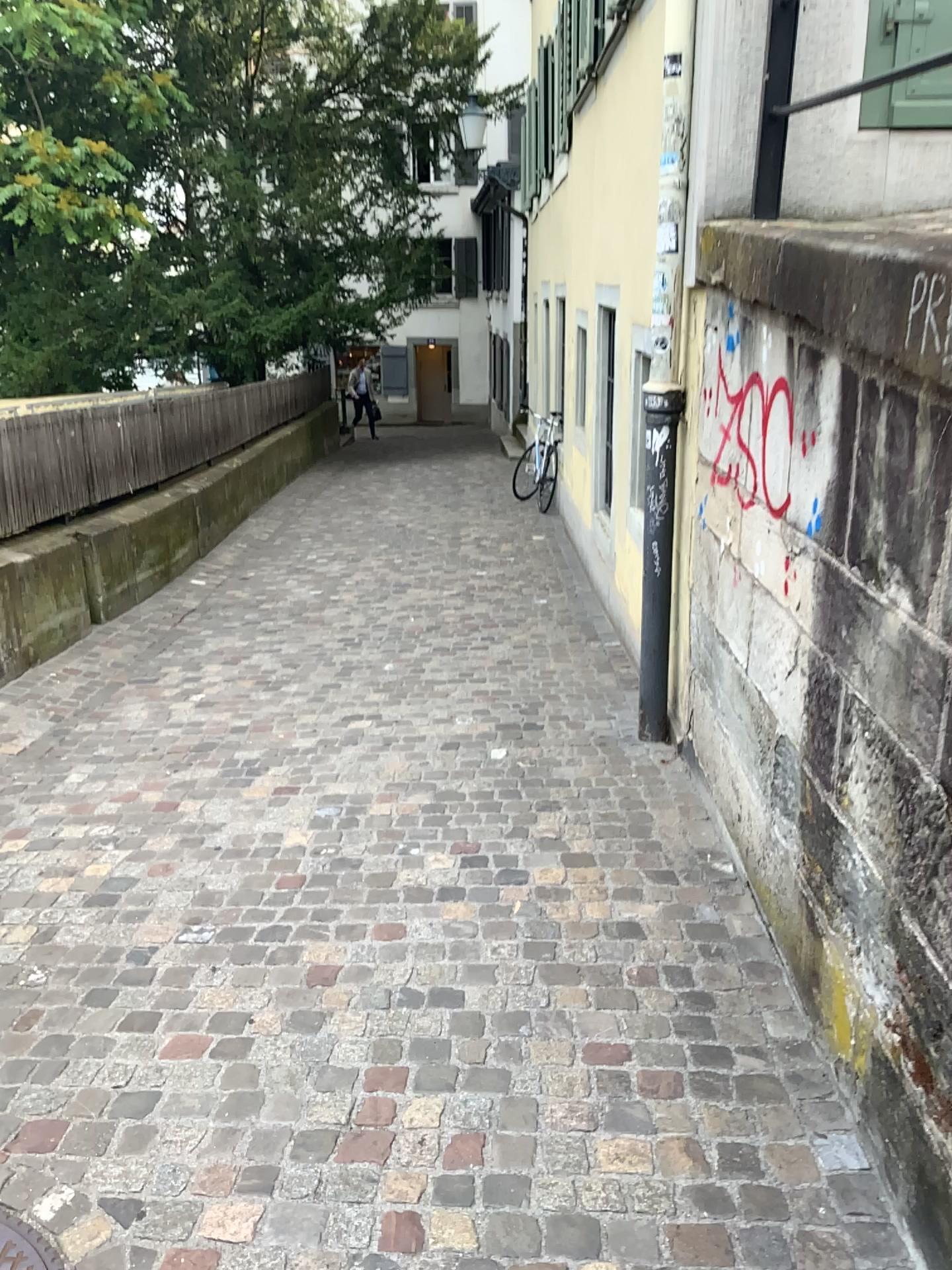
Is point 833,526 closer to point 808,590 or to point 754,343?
point 808,590

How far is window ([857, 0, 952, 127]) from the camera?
3.2m

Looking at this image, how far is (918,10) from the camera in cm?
320
